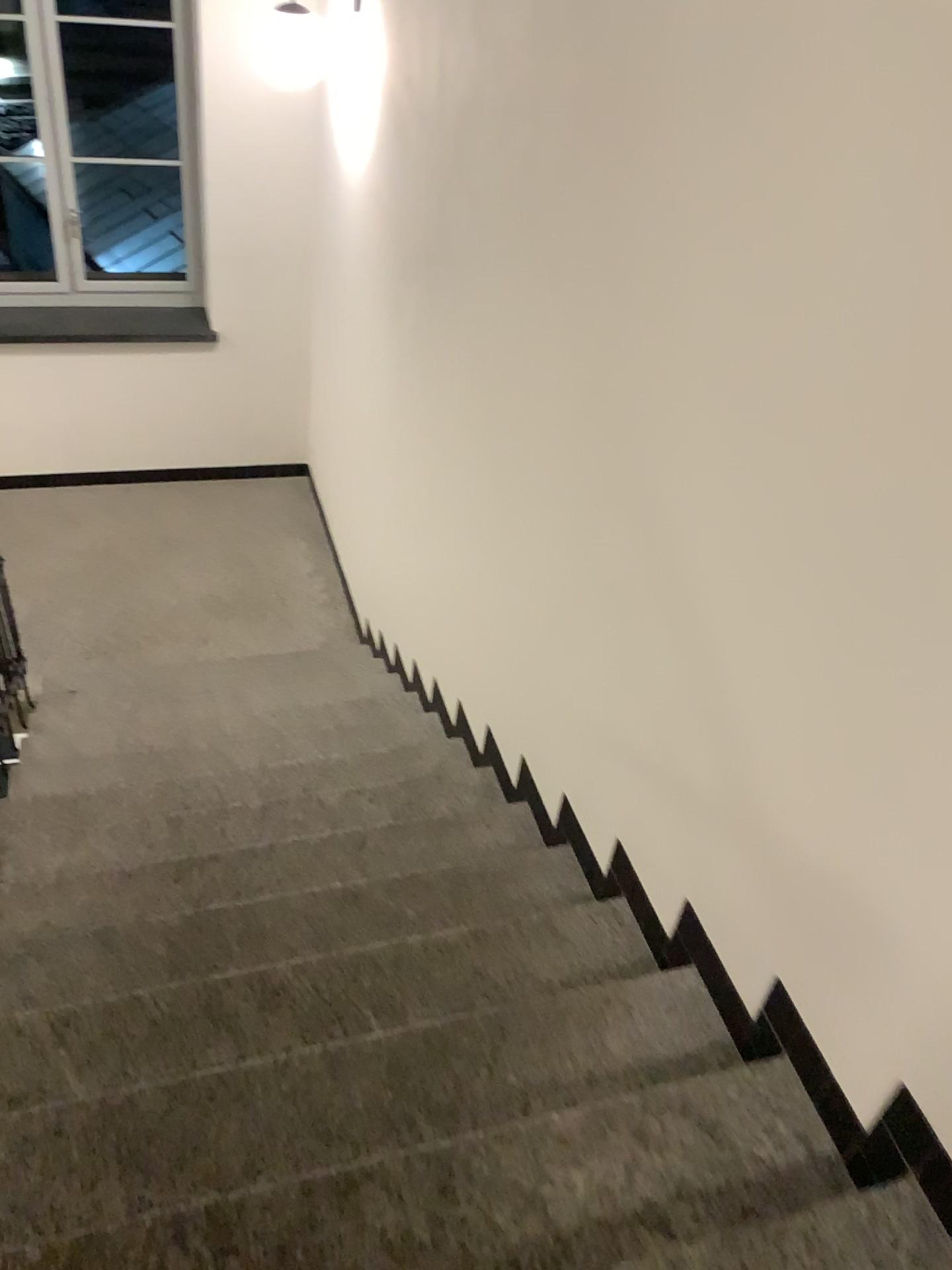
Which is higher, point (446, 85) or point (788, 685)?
point (446, 85)
